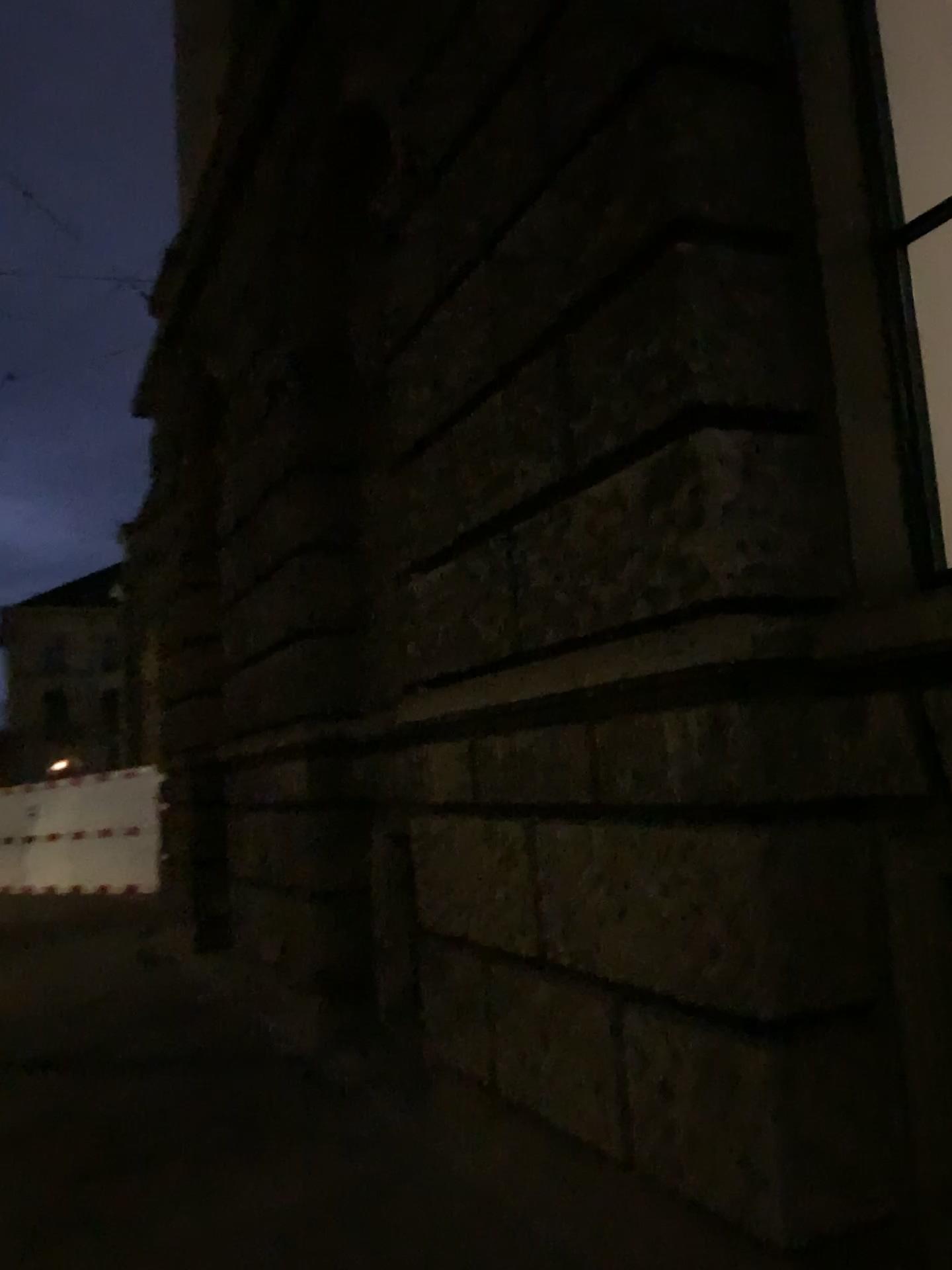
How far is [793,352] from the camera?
2.84m
